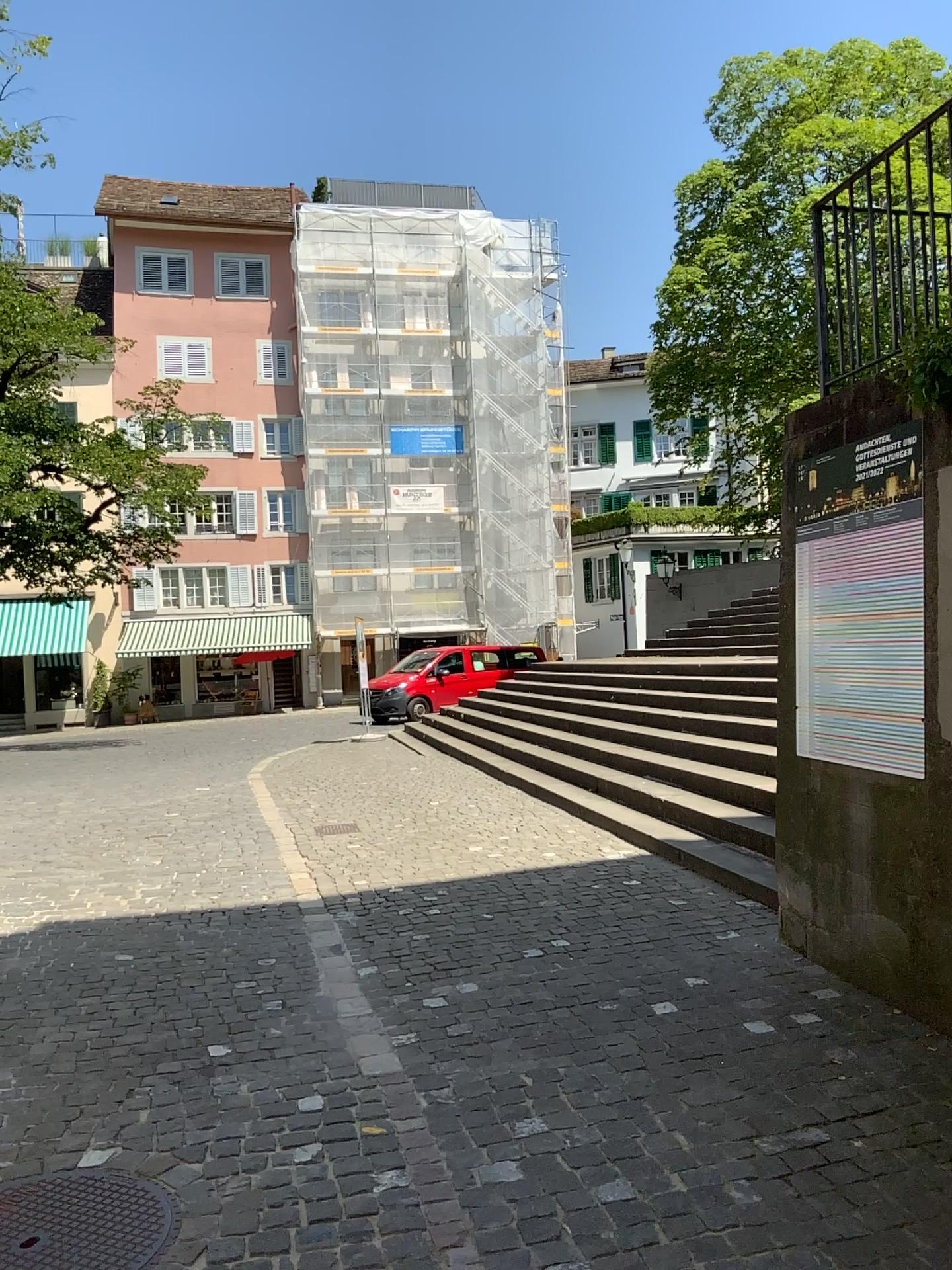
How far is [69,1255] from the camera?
2.52m

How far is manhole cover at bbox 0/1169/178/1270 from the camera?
2.52m

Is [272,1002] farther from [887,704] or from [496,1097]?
[887,704]
